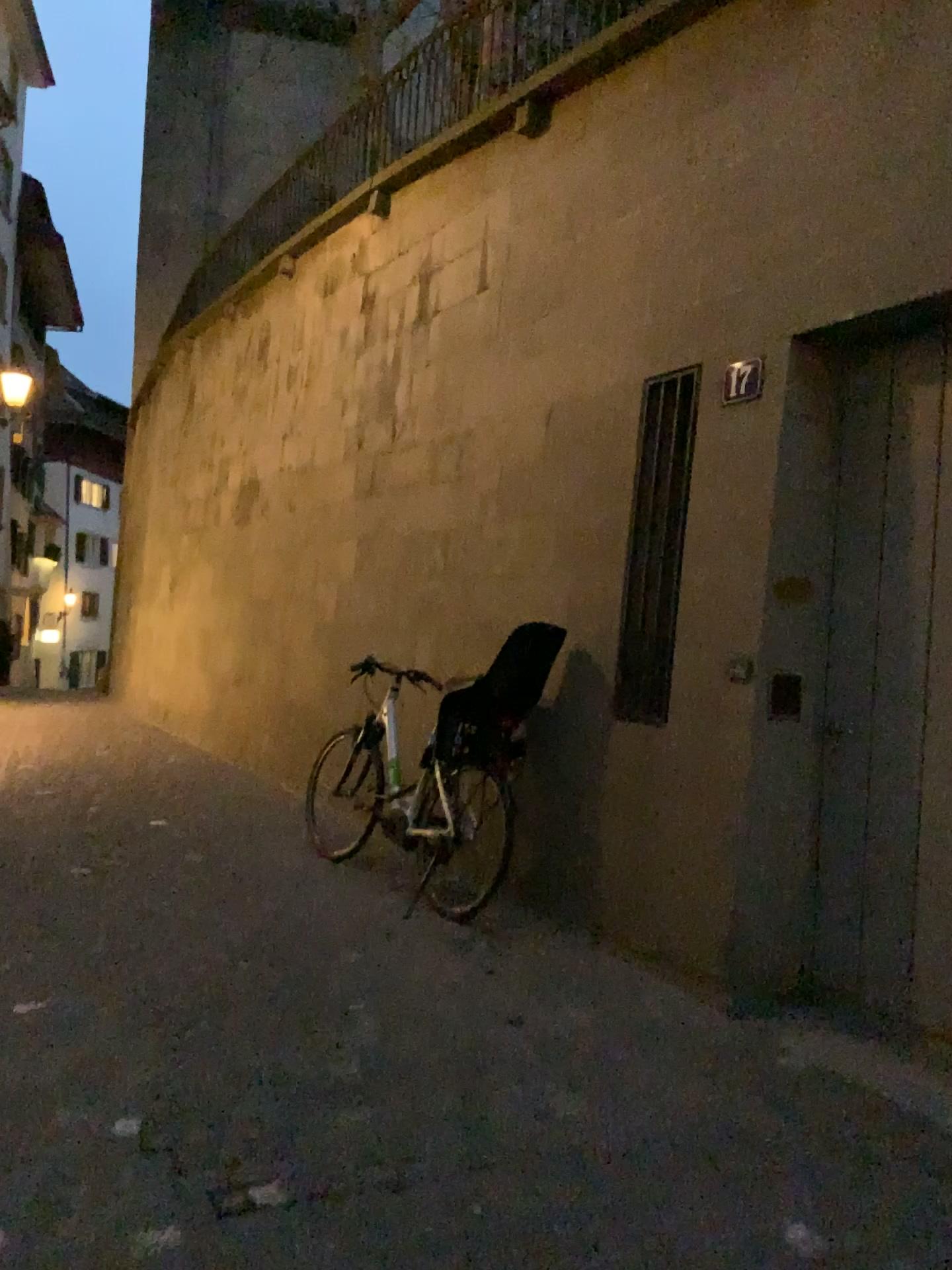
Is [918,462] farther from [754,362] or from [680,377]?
[680,377]

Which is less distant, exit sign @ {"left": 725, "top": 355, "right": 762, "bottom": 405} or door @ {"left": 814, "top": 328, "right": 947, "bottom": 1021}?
door @ {"left": 814, "top": 328, "right": 947, "bottom": 1021}

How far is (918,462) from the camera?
3.5m

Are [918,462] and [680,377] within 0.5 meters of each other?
no

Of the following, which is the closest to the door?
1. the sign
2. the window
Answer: the sign

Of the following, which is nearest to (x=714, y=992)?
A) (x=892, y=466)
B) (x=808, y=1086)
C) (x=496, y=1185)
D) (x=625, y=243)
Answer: (x=808, y=1086)

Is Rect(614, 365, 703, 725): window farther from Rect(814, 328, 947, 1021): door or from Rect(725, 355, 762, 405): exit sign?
Rect(814, 328, 947, 1021): door

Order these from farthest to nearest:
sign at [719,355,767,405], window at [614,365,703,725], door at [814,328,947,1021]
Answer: window at [614,365,703,725] < sign at [719,355,767,405] < door at [814,328,947,1021]

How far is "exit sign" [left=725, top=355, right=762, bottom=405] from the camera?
3.87m

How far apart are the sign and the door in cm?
33
